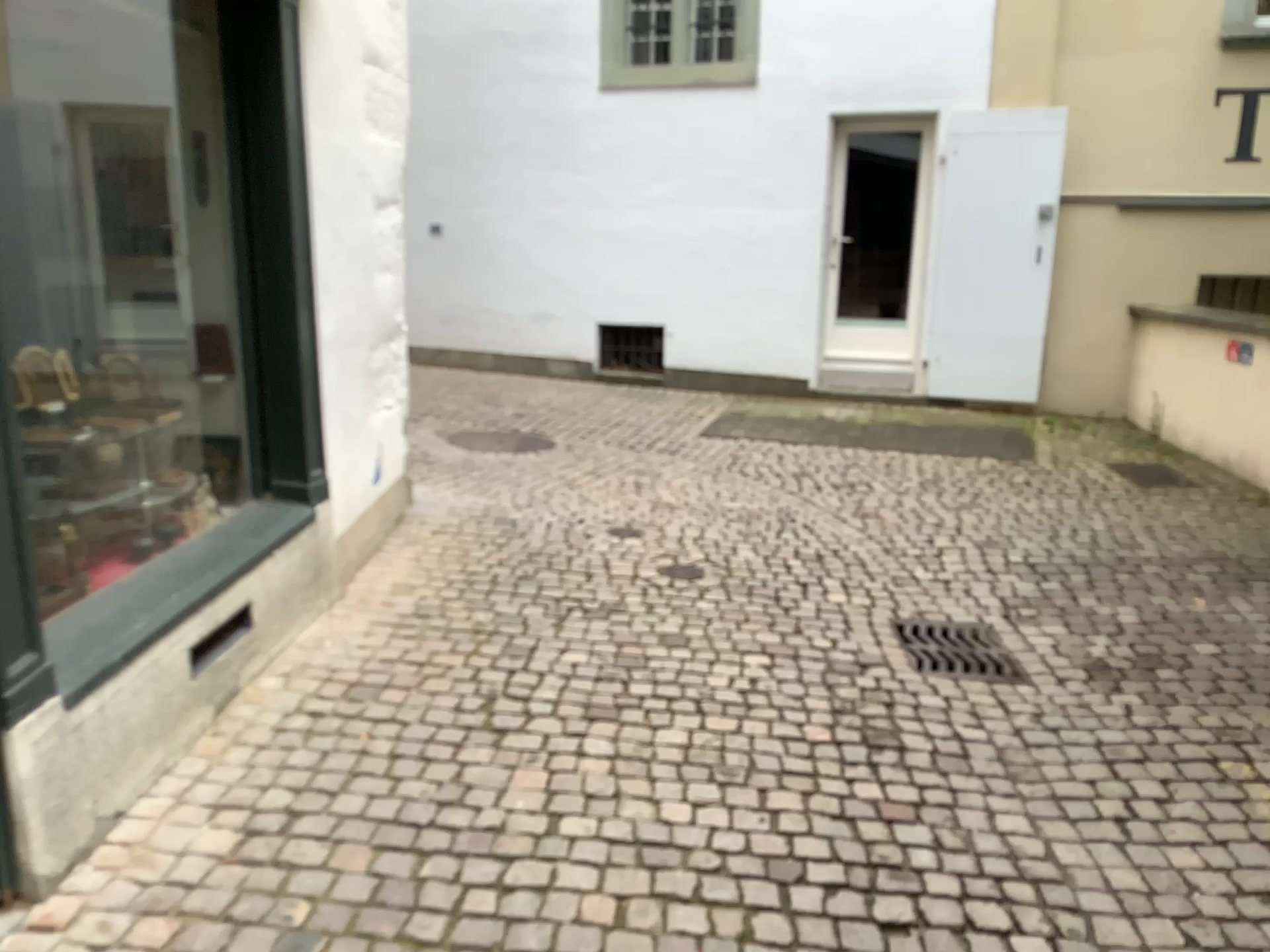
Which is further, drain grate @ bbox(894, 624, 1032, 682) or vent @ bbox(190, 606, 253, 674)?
drain grate @ bbox(894, 624, 1032, 682)

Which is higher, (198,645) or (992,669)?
(198,645)

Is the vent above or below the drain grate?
above

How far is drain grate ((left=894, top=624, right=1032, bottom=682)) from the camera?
3.7m

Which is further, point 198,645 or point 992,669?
point 992,669

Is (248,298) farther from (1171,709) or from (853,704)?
(1171,709)

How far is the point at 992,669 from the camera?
3.7 meters
